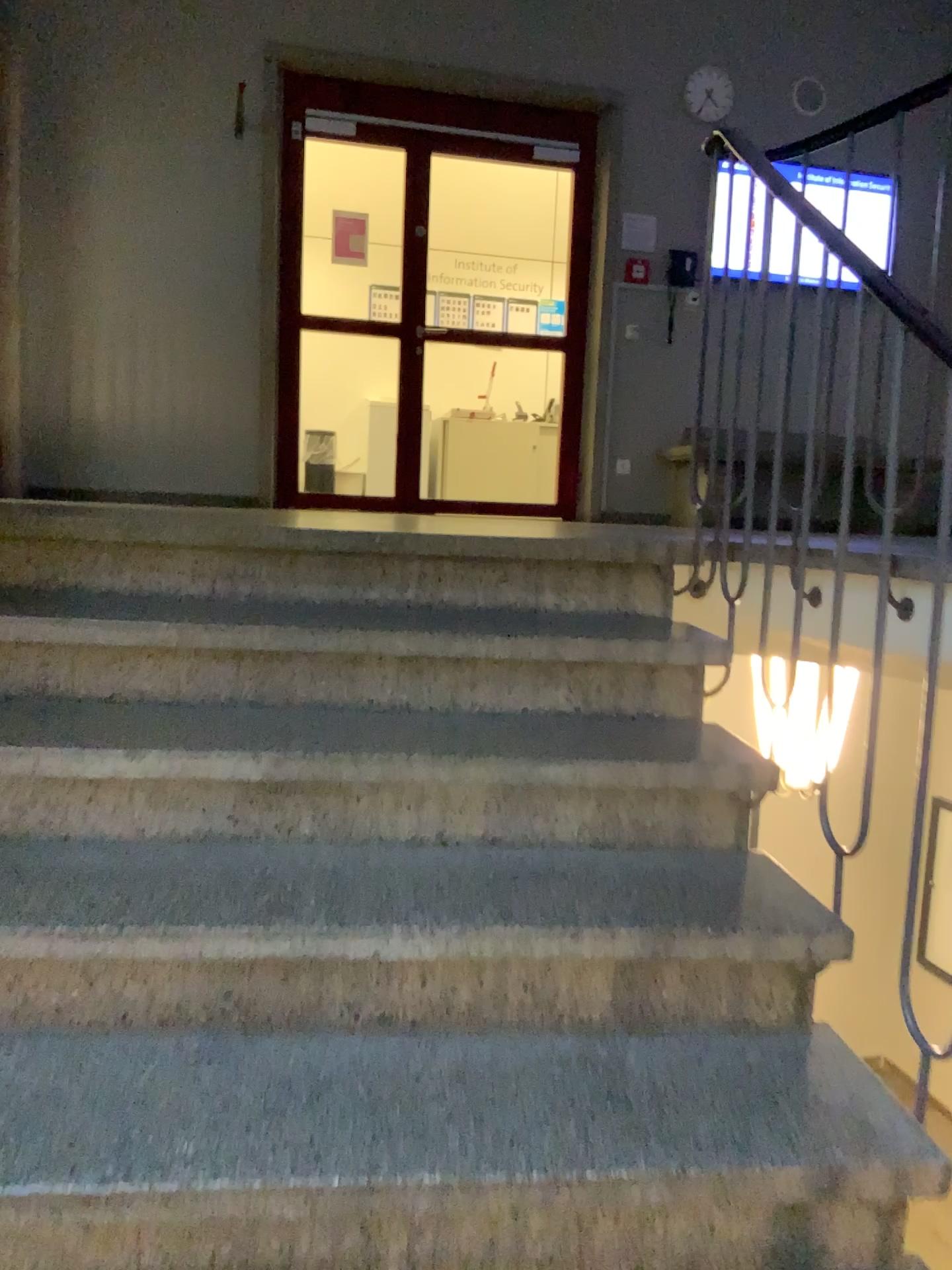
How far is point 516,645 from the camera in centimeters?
205cm
